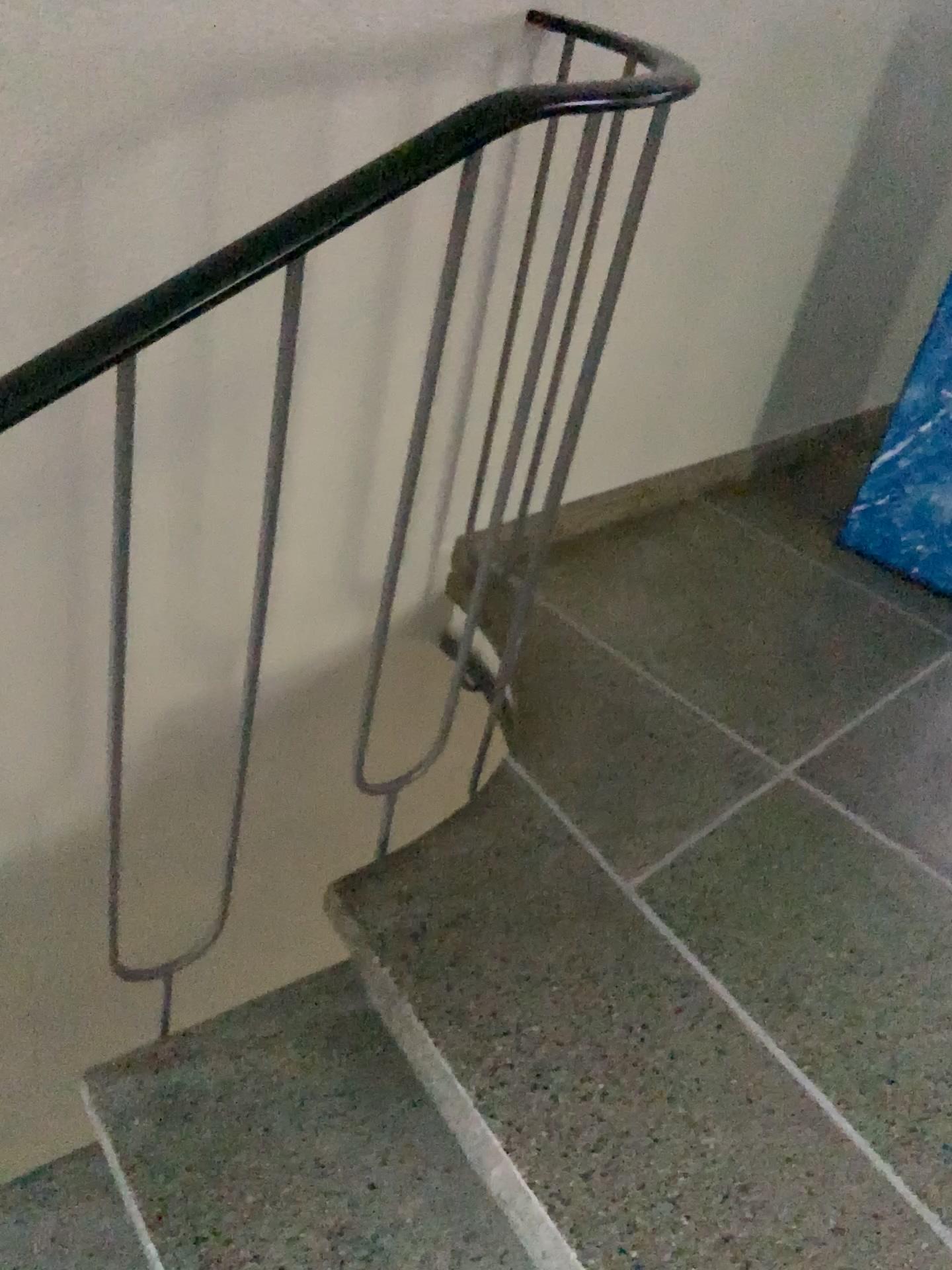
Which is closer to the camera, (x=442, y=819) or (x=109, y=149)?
(x=109, y=149)

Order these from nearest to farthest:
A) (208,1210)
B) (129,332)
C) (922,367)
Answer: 1. (129,332)
2. (208,1210)
3. (922,367)

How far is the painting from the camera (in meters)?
2.20

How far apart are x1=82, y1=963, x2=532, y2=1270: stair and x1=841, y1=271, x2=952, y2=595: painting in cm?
152

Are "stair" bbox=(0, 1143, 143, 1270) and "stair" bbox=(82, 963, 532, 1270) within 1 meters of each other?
yes

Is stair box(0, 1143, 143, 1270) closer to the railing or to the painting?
the railing

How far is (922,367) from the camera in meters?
2.2 m

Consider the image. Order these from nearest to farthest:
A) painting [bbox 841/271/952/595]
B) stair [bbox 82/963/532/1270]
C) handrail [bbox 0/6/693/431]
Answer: handrail [bbox 0/6/693/431] → stair [bbox 82/963/532/1270] → painting [bbox 841/271/952/595]

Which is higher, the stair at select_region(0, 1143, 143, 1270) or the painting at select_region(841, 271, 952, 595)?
the painting at select_region(841, 271, 952, 595)

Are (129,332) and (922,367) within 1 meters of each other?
no
